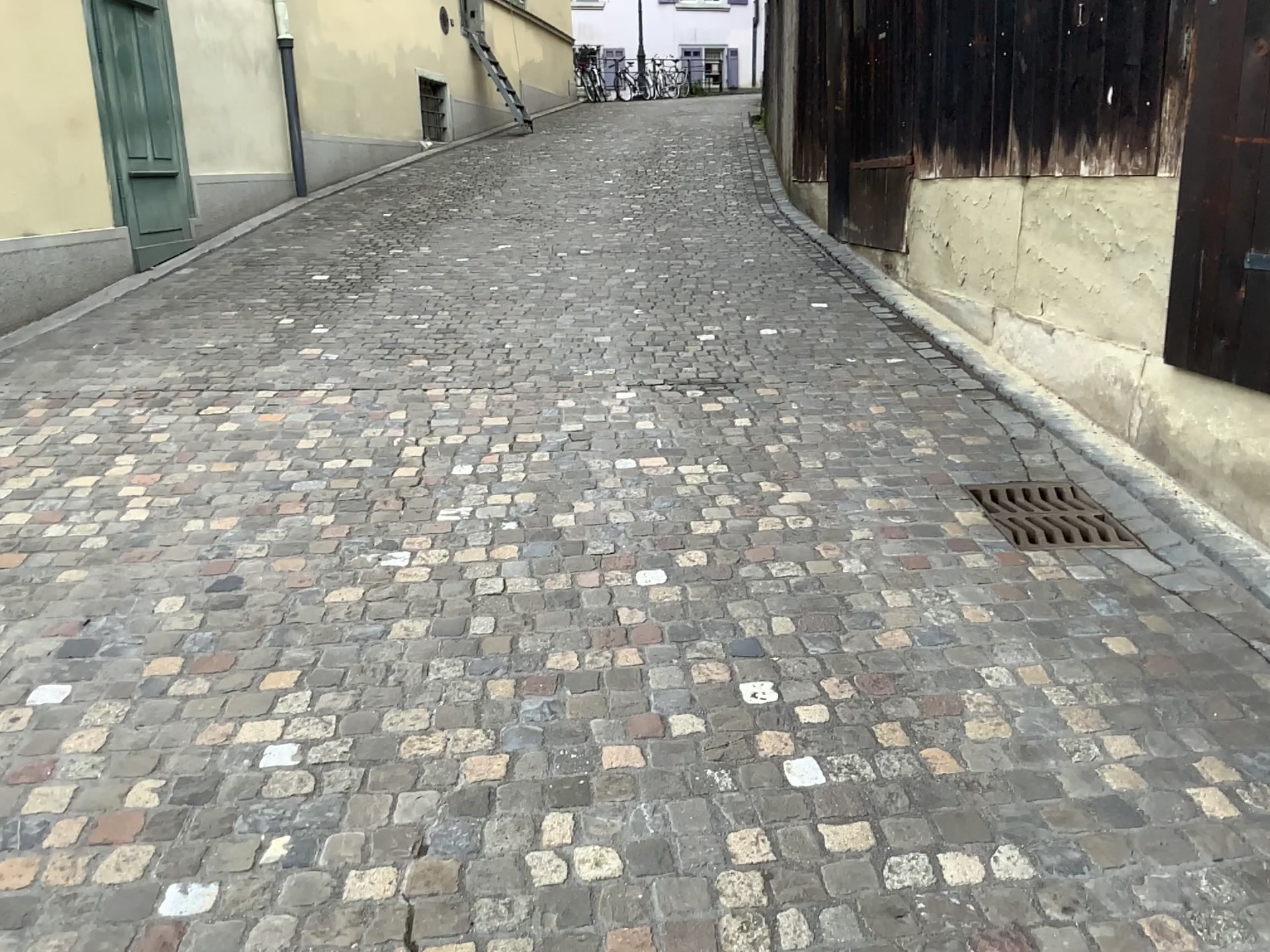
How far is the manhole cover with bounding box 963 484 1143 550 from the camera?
3.3 meters

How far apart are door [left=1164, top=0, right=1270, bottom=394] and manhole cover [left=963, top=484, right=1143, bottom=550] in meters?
0.5

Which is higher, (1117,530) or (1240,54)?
(1240,54)

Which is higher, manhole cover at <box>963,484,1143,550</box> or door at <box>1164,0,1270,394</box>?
door at <box>1164,0,1270,394</box>

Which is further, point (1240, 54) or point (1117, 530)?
point (1117, 530)

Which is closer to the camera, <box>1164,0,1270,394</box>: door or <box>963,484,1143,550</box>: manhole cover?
<box>1164,0,1270,394</box>: door

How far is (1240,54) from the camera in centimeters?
299cm

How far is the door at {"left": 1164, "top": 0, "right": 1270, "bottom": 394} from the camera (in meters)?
2.99

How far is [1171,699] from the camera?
2.43m
